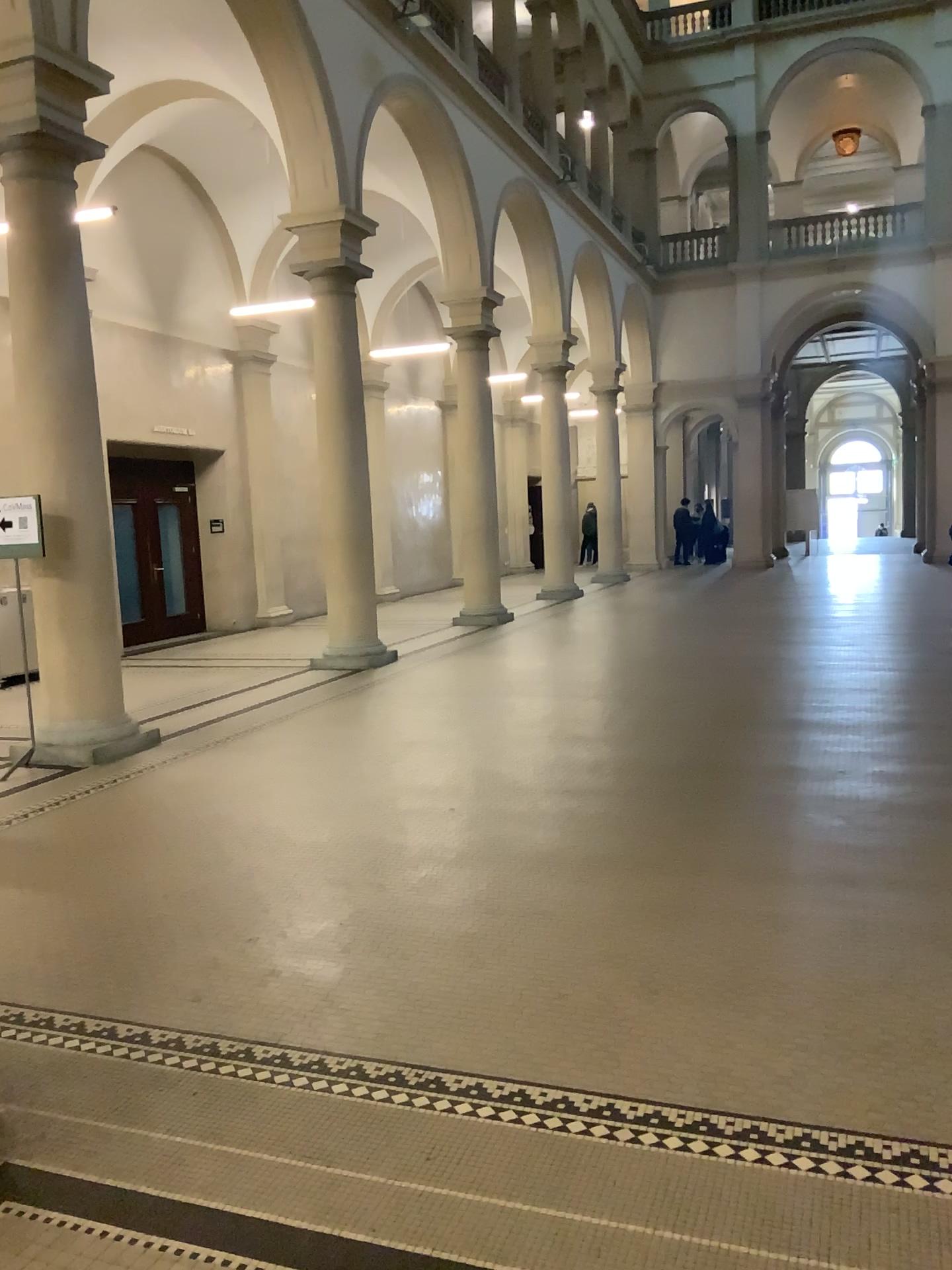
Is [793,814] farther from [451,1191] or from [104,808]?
[104,808]
